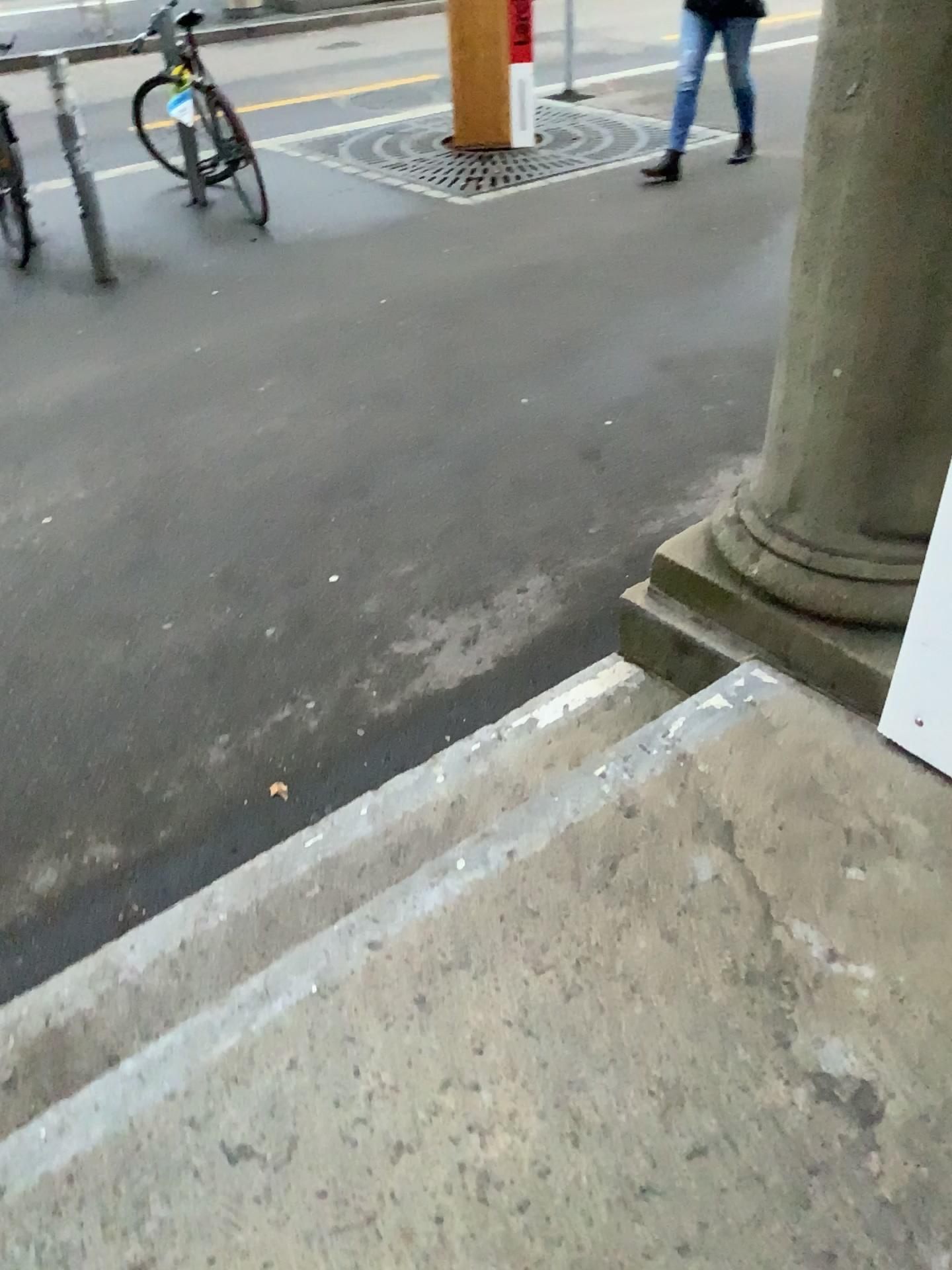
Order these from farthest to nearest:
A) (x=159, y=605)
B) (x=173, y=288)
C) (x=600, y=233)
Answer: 1. (x=600, y=233)
2. (x=173, y=288)
3. (x=159, y=605)

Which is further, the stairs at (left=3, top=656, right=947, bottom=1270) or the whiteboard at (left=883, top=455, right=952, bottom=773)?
the whiteboard at (left=883, top=455, right=952, bottom=773)

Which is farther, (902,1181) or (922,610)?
(922,610)

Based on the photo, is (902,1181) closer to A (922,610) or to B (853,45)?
A (922,610)

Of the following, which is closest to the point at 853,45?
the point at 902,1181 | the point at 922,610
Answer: the point at 922,610
